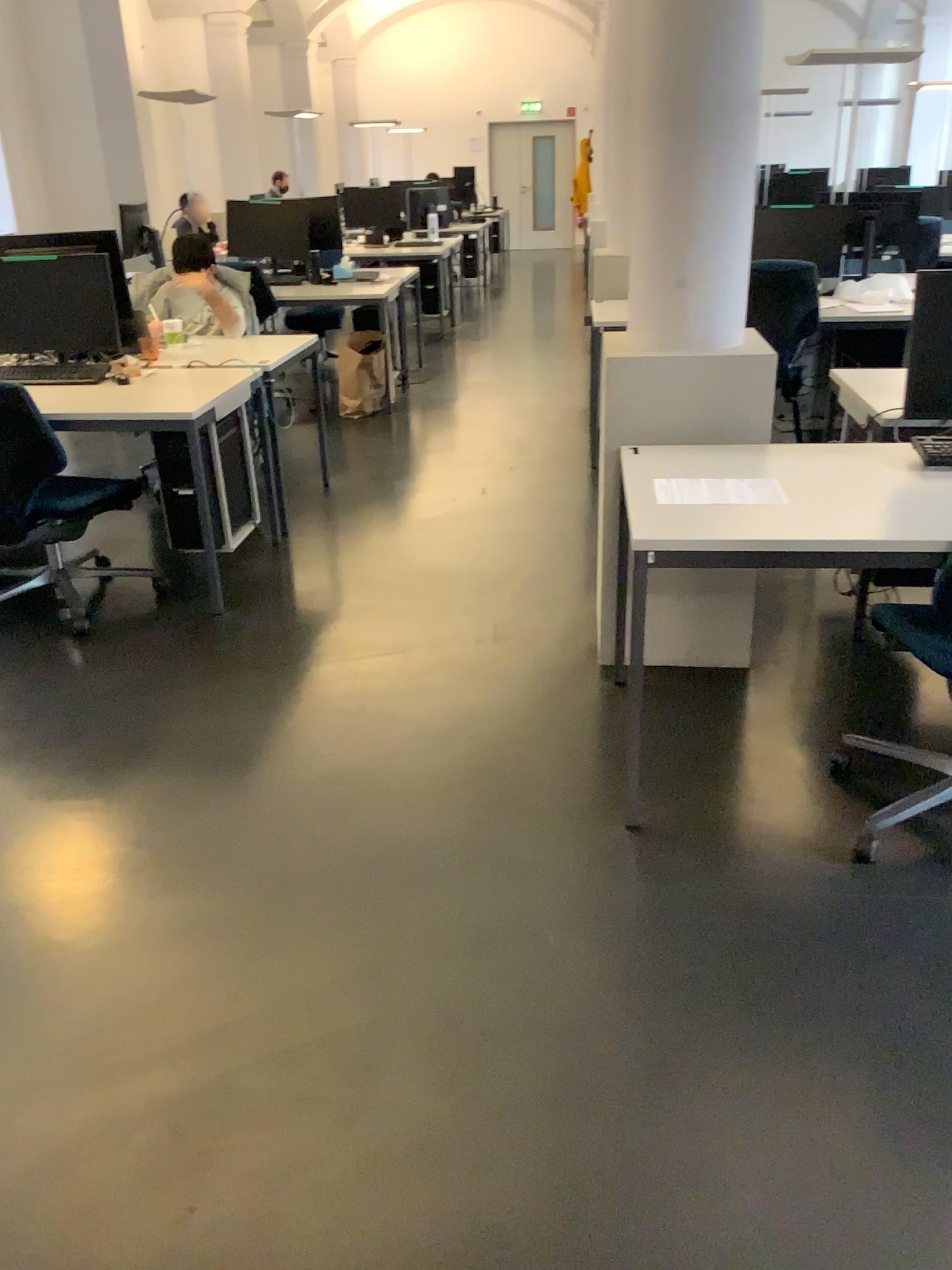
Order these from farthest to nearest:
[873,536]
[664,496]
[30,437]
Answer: [30,437], [664,496], [873,536]

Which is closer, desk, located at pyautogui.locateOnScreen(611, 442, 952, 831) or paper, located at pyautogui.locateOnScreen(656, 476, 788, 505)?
desk, located at pyautogui.locateOnScreen(611, 442, 952, 831)

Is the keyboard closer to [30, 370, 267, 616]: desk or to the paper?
[30, 370, 267, 616]: desk

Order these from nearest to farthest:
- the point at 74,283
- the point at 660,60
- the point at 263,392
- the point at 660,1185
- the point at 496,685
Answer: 1. the point at 660,1185
2. the point at 660,60
3. the point at 496,685
4. the point at 74,283
5. the point at 263,392

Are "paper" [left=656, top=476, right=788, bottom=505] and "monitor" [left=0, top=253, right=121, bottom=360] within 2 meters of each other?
no

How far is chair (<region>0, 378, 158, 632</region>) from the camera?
3.6 meters

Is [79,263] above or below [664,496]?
above

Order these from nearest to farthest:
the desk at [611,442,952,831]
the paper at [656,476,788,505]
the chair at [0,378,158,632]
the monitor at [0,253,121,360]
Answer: the desk at [611,442,952,831] → the paper at [656,476,788,505] → the chair at [0,378,158,632] → the monitor at [0,253,121,360]

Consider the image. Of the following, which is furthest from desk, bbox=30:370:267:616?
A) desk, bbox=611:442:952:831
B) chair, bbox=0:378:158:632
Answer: desk, bbox=611:442:952:831

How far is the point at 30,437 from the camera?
3.6m
